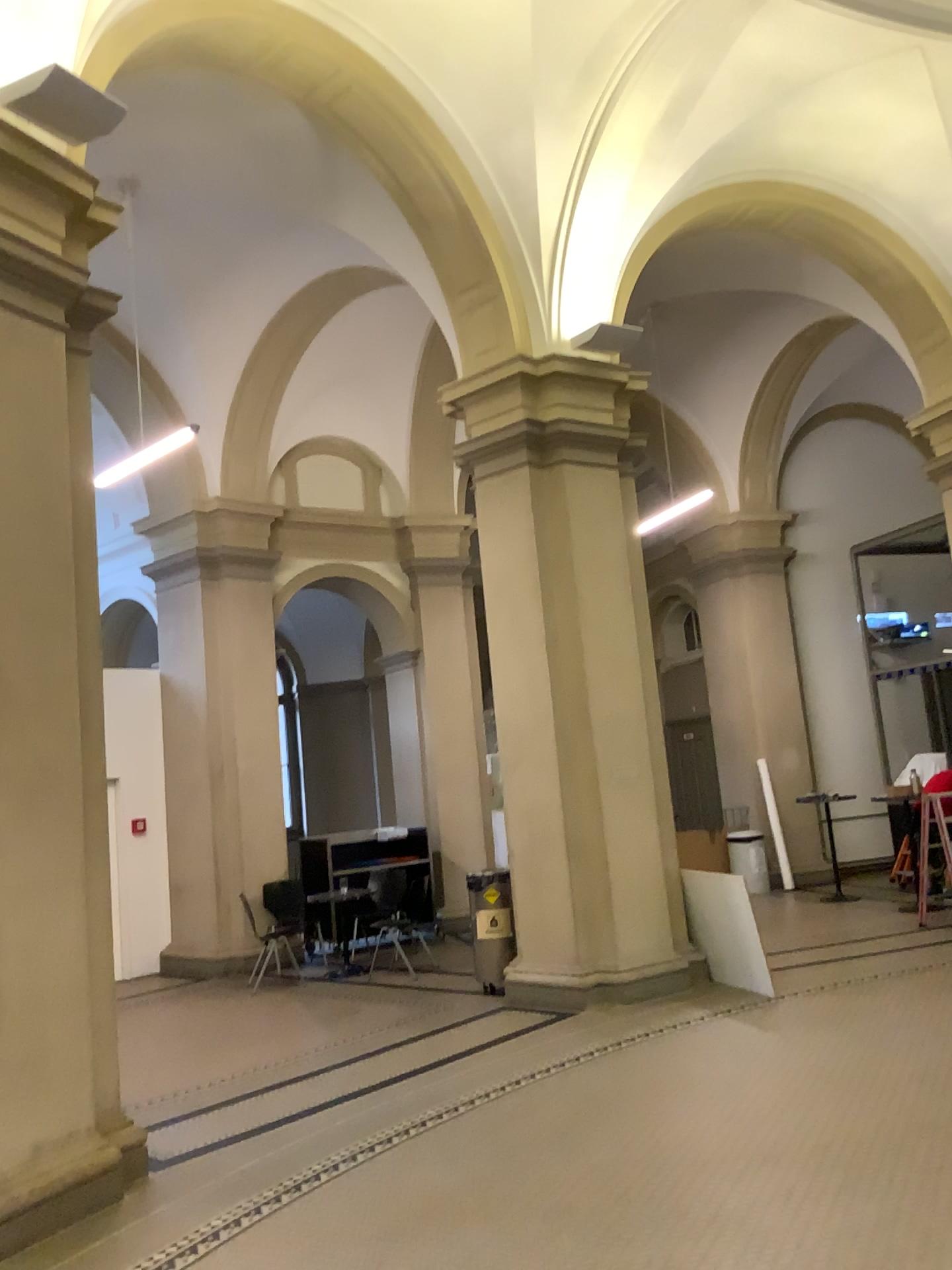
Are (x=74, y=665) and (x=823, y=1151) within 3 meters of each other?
no
